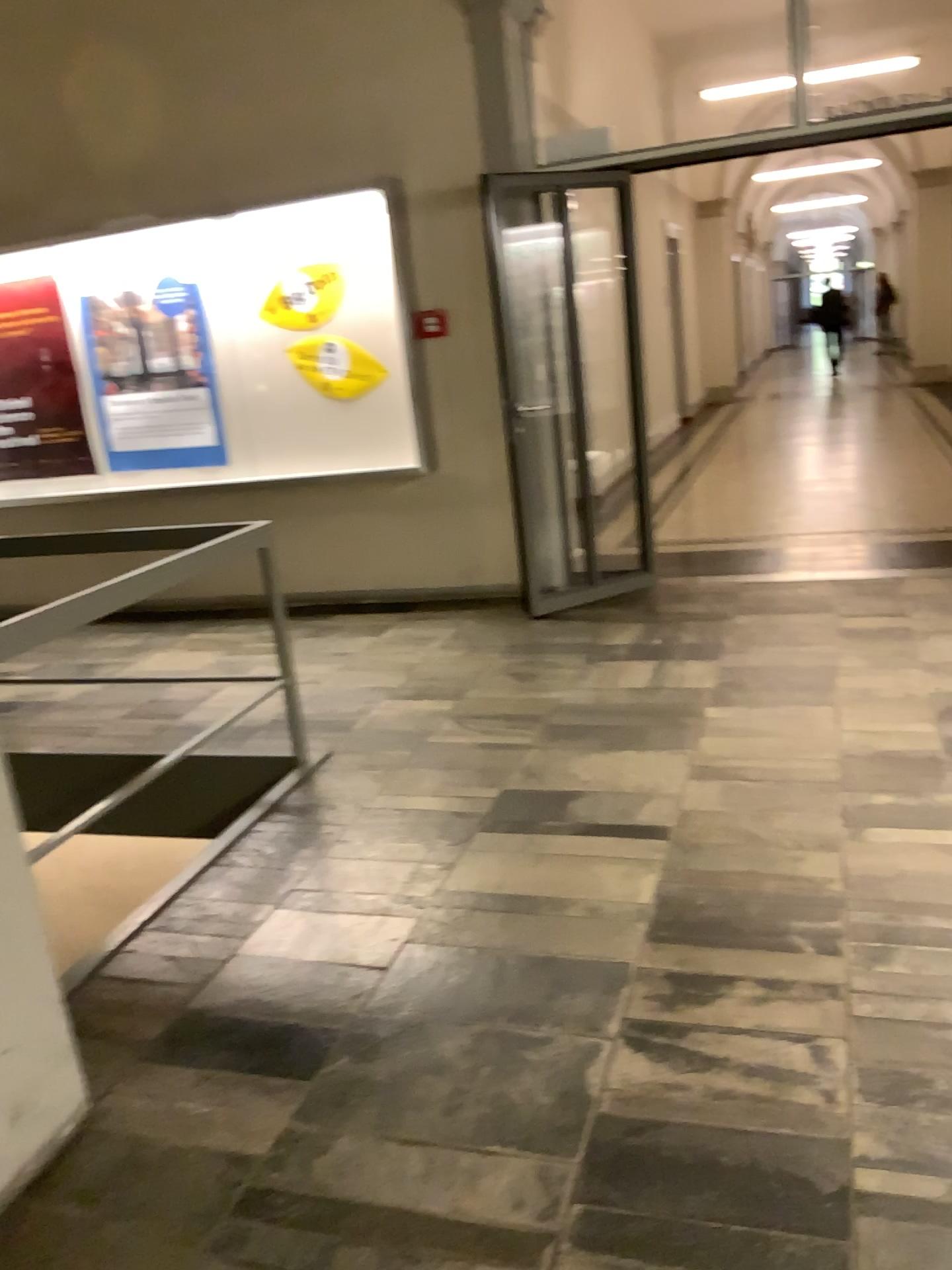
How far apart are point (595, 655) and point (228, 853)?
2.1 meters
